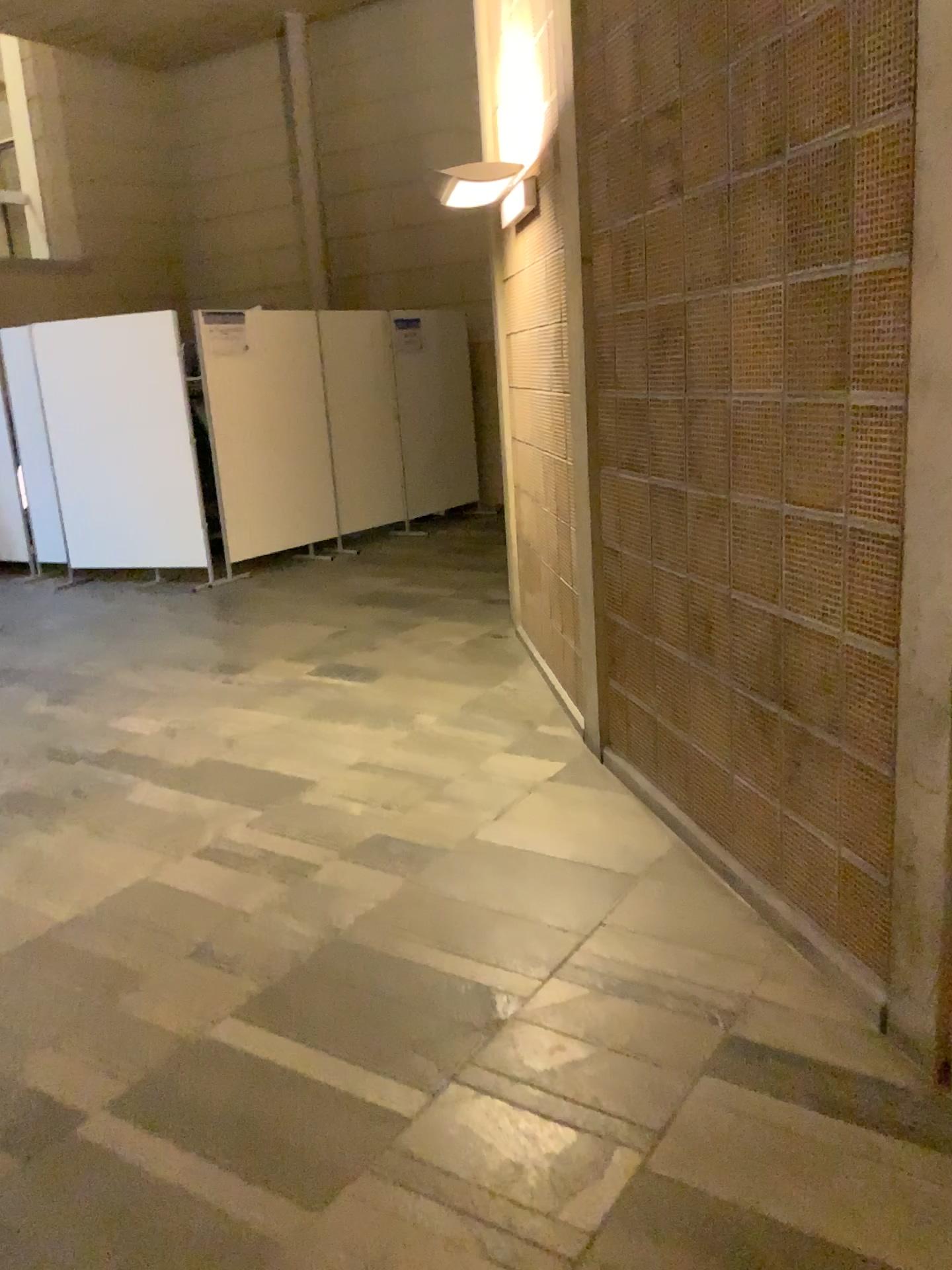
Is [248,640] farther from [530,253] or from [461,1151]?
[461,1151]
